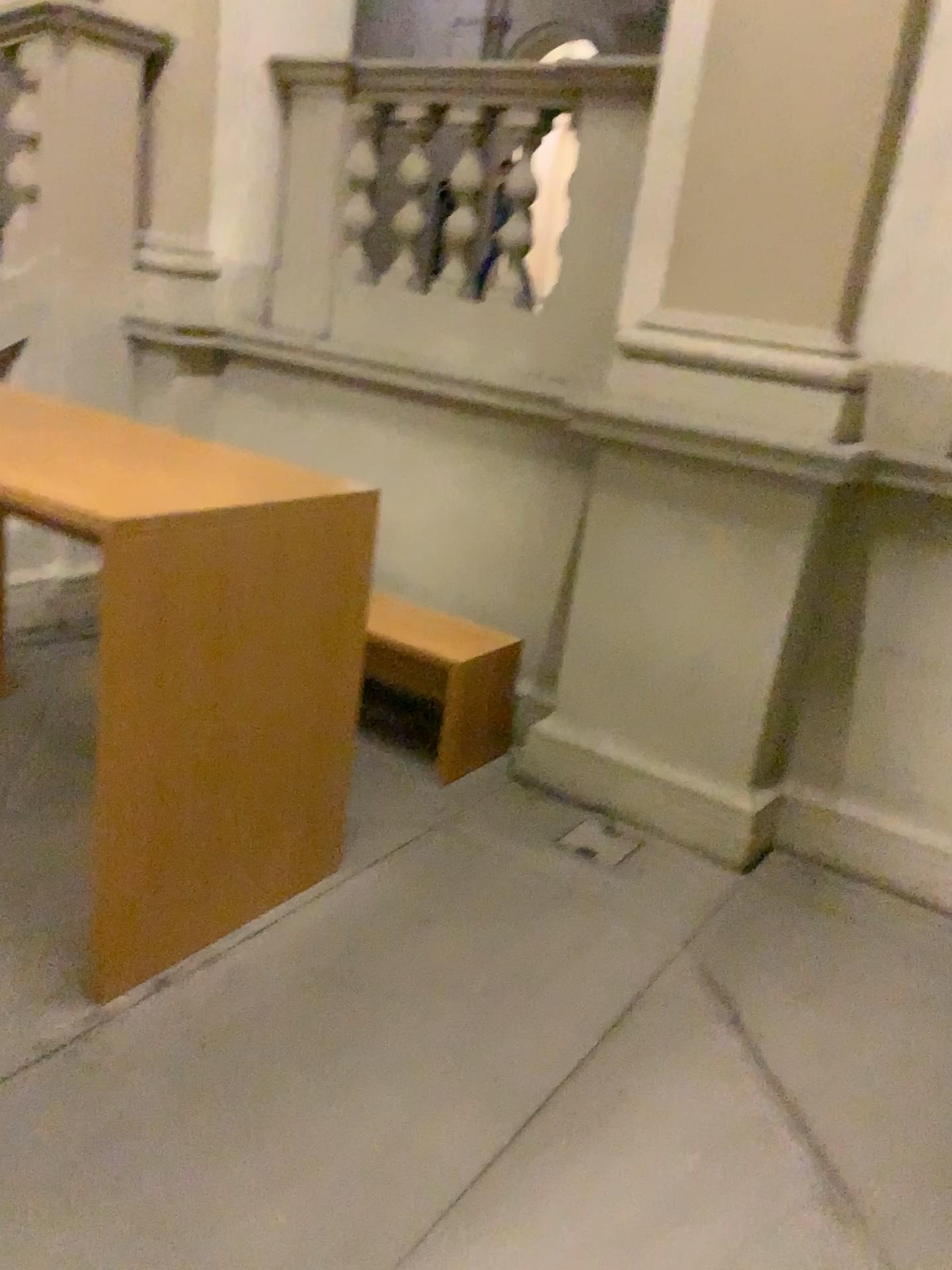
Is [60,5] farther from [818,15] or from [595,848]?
[595,848]

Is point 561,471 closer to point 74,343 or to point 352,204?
point 352,204

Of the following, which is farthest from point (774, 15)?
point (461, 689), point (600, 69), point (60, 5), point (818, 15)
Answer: point (60, 5)

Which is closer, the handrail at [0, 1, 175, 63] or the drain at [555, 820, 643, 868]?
the drain at [555, 820, 643, 868]

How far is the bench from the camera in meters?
3.5 m

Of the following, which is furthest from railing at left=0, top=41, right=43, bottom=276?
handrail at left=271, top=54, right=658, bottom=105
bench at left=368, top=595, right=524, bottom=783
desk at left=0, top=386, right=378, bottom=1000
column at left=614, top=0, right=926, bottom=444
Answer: column at left=614, top=0, right=926, bottom=444

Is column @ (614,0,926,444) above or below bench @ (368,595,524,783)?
above

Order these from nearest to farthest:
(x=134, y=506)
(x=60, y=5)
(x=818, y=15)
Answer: (x=134, y=506) < (x=818, y=15) < (x=60, y=5)

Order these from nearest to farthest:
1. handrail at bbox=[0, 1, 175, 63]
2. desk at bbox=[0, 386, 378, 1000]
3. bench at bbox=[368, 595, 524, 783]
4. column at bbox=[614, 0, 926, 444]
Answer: desk at bbox=[0, 386, 378, 1000] < column at bbox=[614, 0, 926, 444] < bench at bbox=[368, 595, 524, 783] < handrail at bbox=[0, 1, 175, 63]

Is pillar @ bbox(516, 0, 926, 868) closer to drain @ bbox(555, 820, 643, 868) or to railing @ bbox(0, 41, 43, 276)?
drain @ bbox(555, 820, 643, 868)
